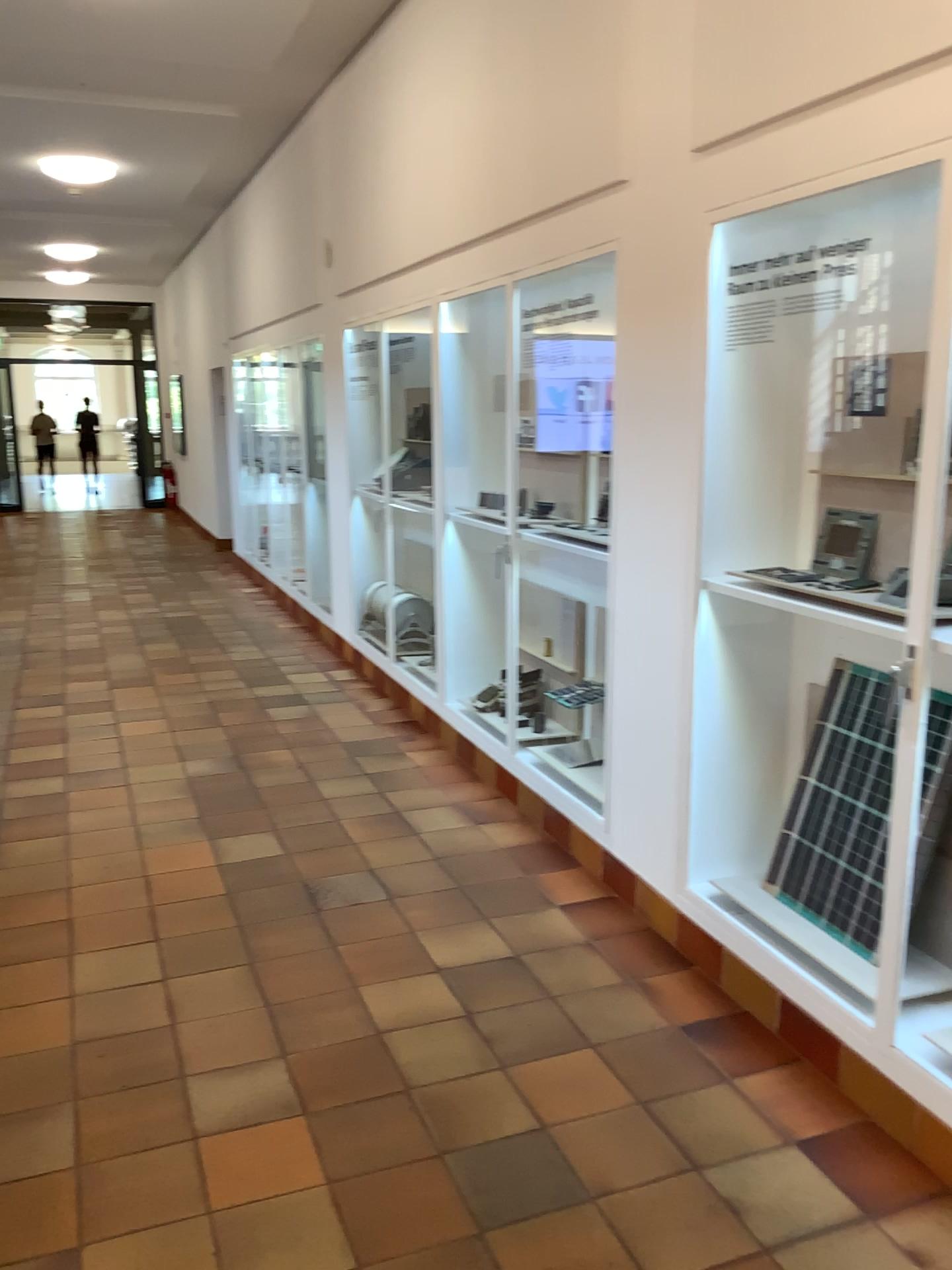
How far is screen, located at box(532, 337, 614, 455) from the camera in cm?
447

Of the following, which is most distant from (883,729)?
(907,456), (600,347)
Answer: (600,347)

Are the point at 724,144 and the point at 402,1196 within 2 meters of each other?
no

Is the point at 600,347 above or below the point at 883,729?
above

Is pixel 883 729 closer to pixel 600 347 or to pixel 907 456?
pixel 907 456

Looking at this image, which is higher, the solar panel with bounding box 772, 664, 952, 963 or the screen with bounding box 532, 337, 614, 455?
the screen with bounding box 532, 337, 614, 455

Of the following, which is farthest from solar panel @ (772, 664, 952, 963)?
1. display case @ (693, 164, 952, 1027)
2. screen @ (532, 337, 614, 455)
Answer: screen @ (532, 337, 614, 455)

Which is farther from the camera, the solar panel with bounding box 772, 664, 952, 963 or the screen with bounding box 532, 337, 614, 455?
the screen with bounding box 532, 337, 614, 455

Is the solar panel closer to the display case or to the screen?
the display case
